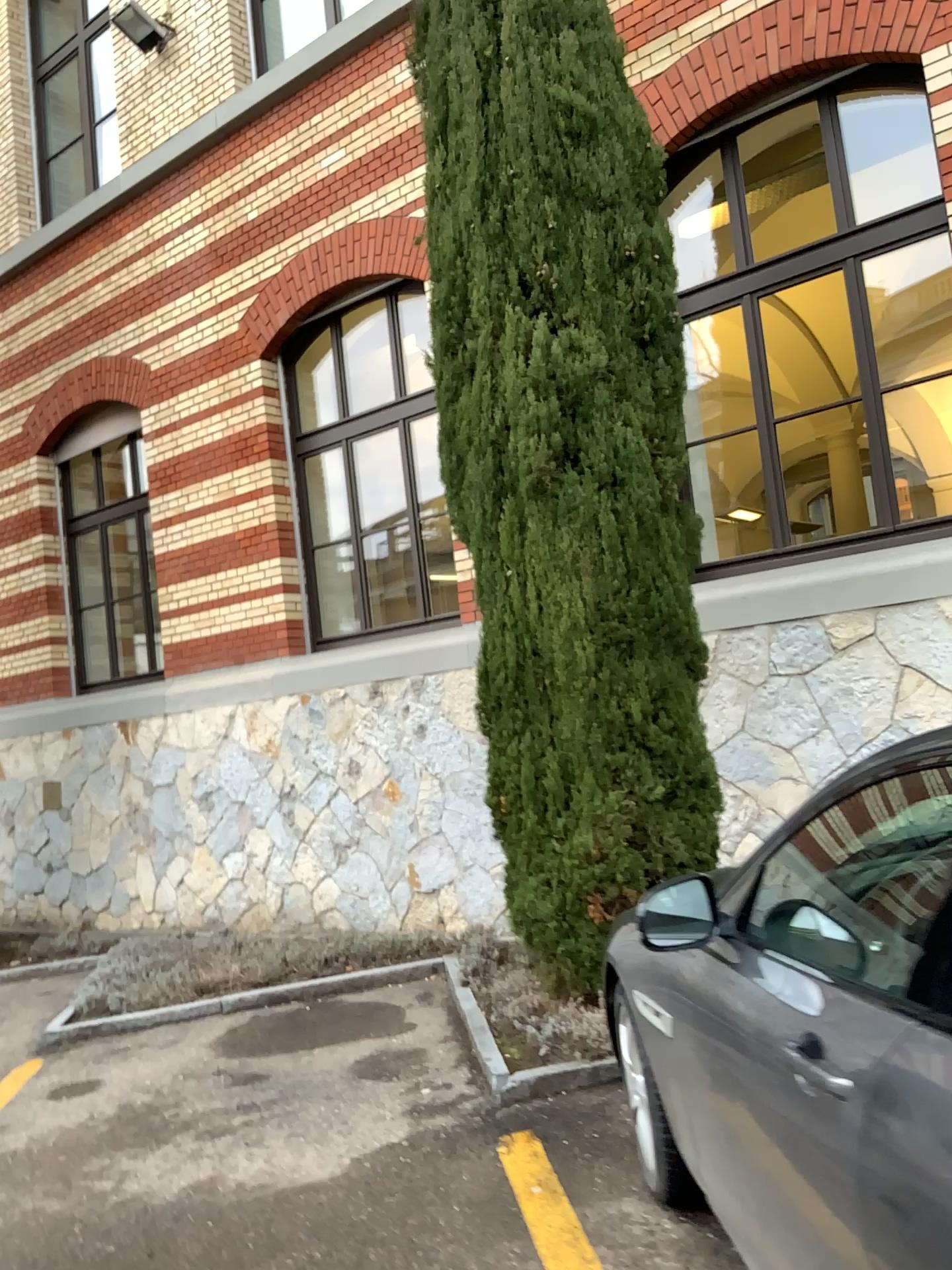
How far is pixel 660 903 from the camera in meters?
2.2

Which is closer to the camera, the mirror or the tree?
the mirror

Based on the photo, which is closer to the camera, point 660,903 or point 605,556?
point 660,903

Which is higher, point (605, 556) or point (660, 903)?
point (605, 556)

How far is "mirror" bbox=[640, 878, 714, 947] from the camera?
2.24m

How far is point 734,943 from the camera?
2.24m
